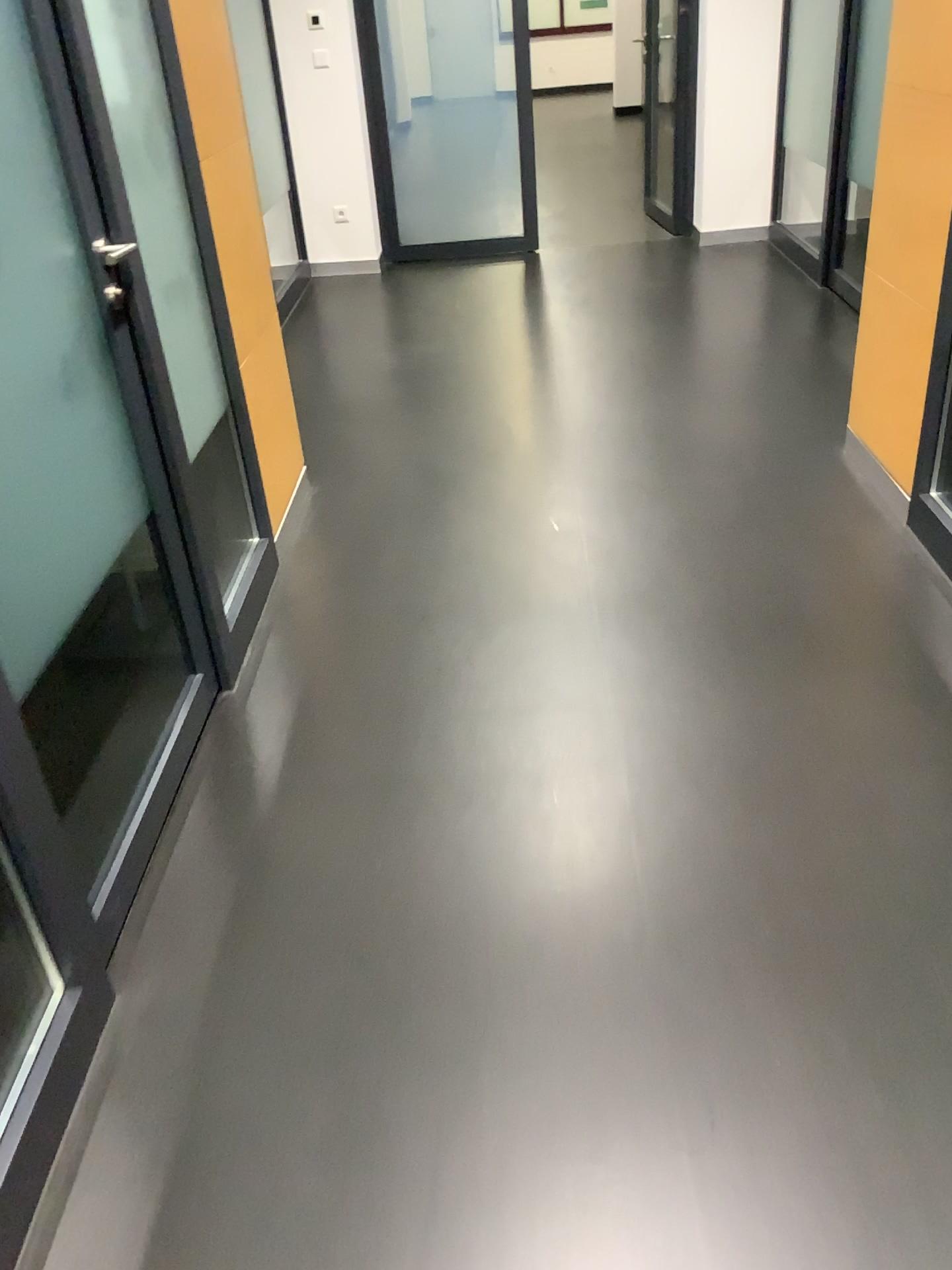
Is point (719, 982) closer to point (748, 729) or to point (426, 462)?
point (748, 729)
